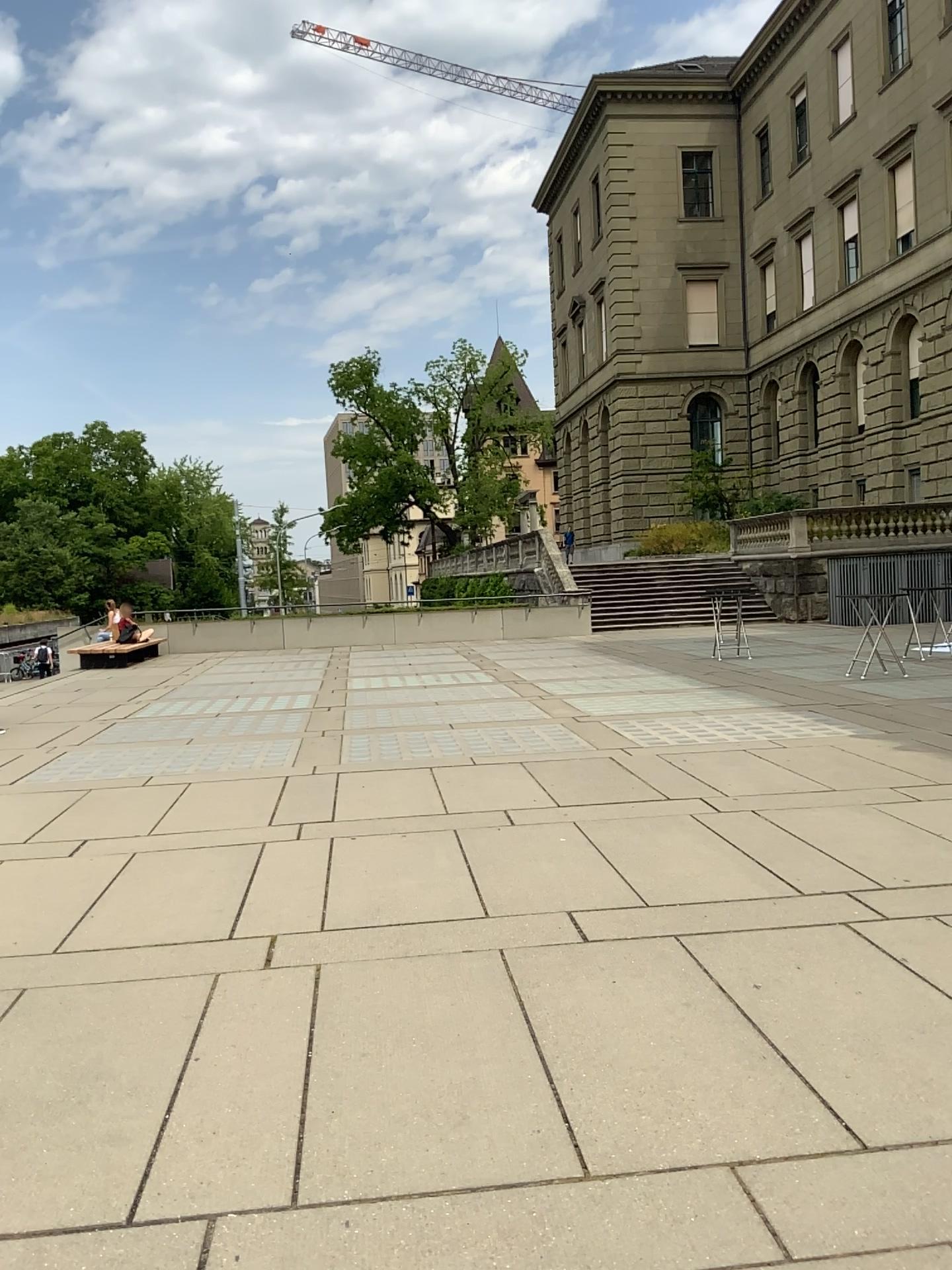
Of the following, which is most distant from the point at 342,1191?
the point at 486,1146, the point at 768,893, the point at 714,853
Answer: the point at 714,853
